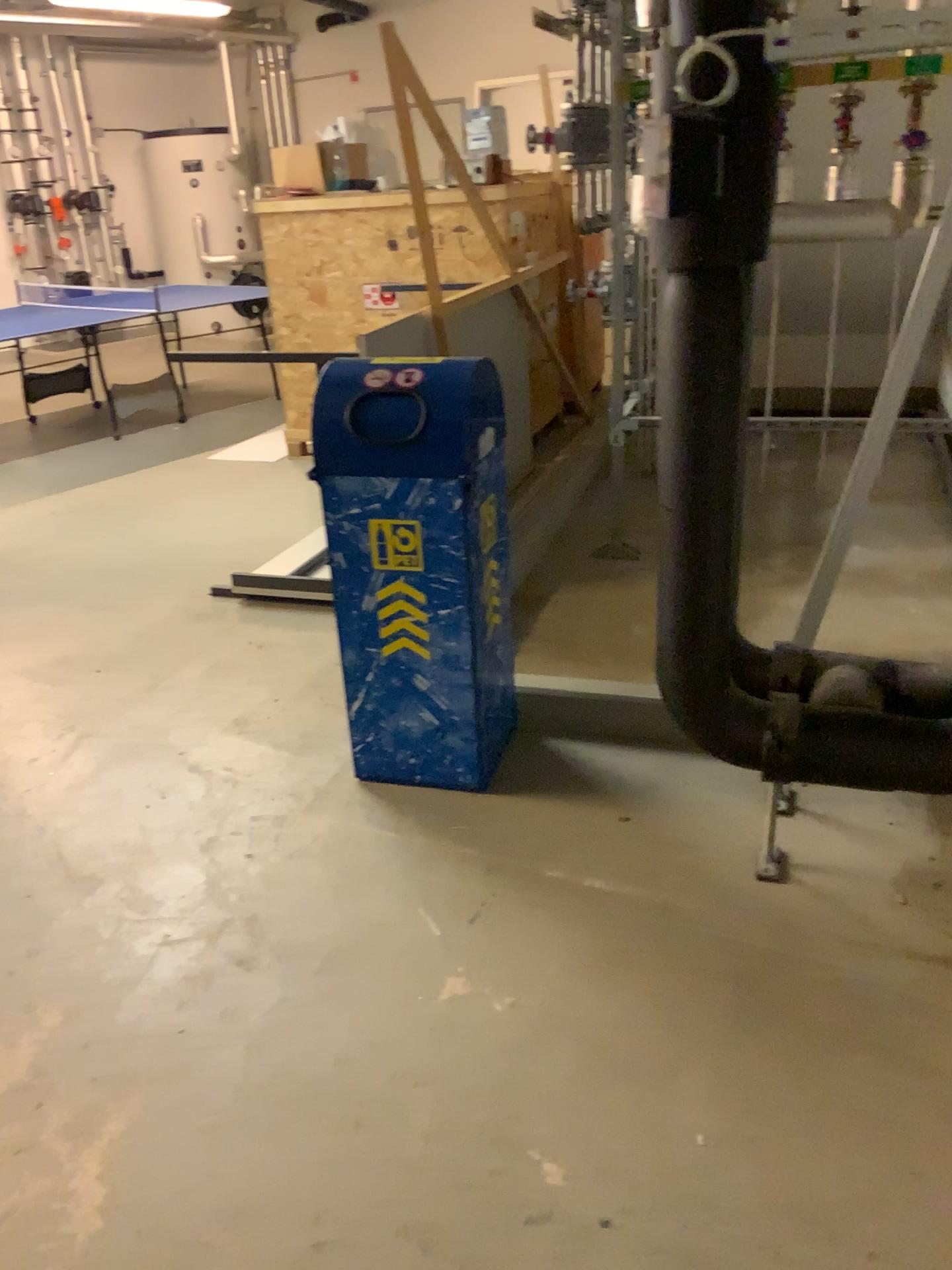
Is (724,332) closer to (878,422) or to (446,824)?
(878,422)

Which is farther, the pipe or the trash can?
the trash can

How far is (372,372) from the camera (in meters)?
2.41

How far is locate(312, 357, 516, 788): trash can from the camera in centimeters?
241cm

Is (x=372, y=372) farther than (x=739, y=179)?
Yes

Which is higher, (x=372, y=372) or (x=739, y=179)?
(x=739, y=179)
